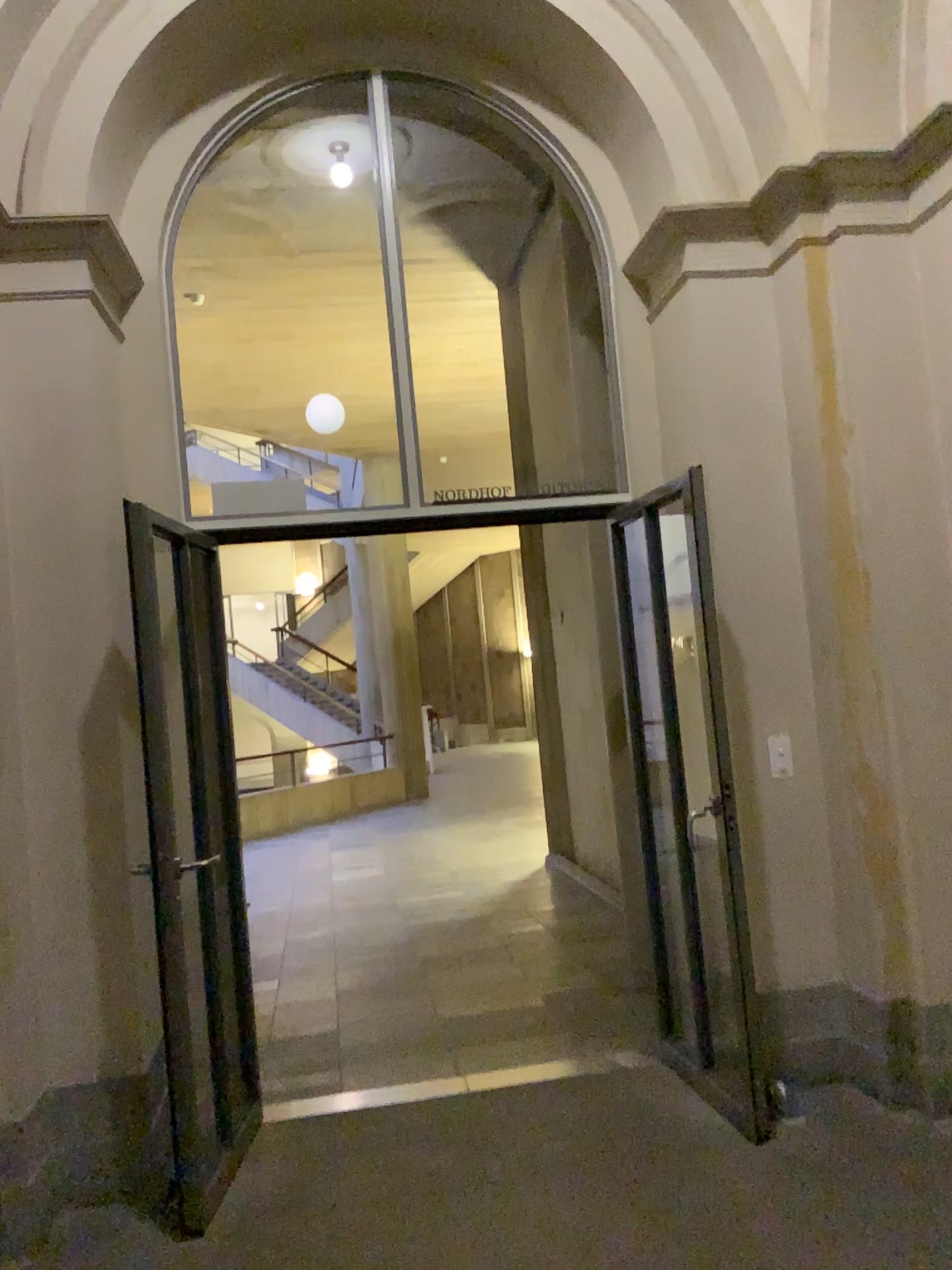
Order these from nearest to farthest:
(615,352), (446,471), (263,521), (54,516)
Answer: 1. (54,516)
2. (263,521)
3. (615,352)
4. (446,471)

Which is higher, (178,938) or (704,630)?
(704,630)
